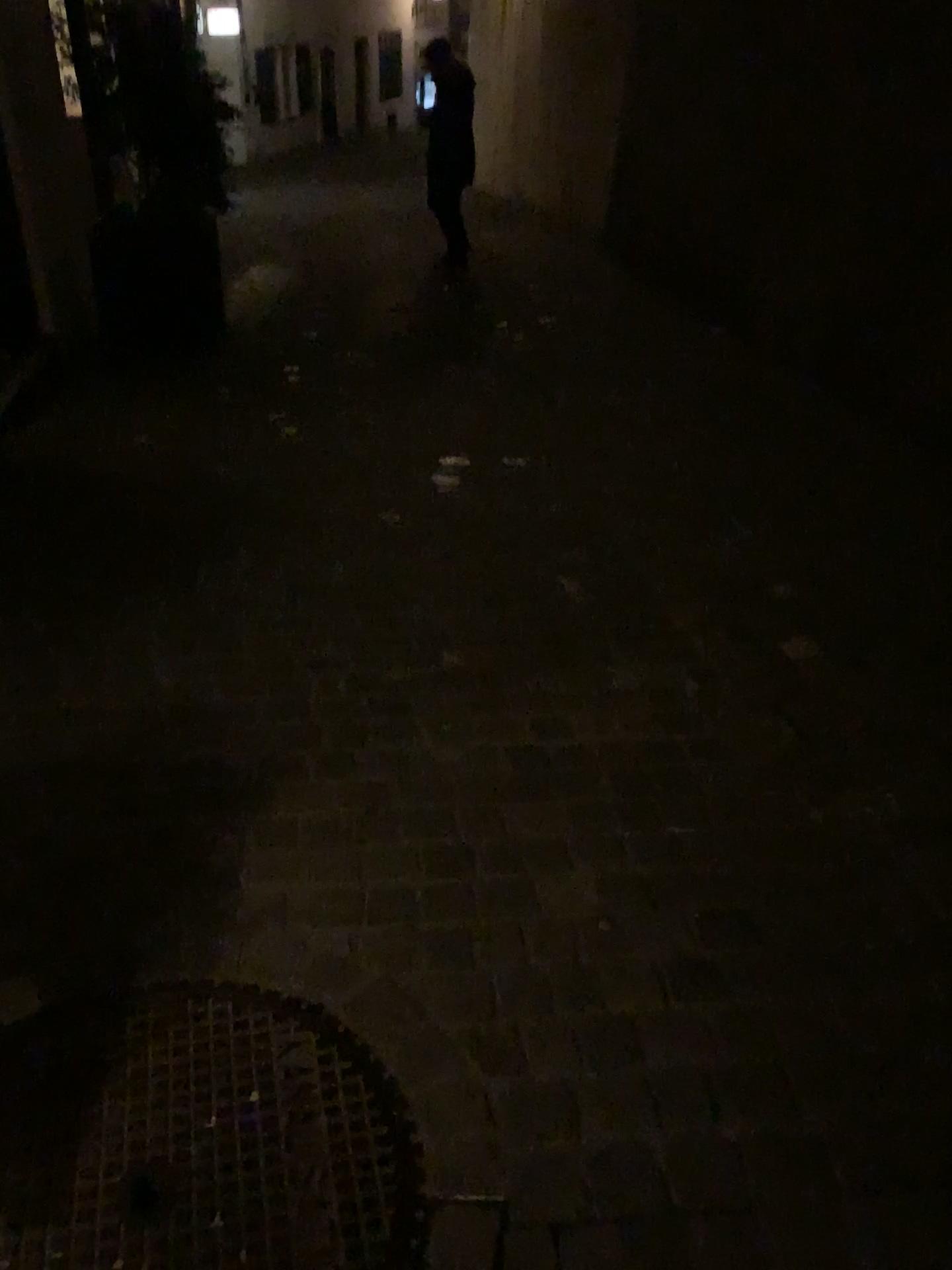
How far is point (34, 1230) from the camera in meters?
1.3 m

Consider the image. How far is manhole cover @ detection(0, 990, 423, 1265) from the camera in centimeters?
133cm

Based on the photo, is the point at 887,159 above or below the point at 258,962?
above
